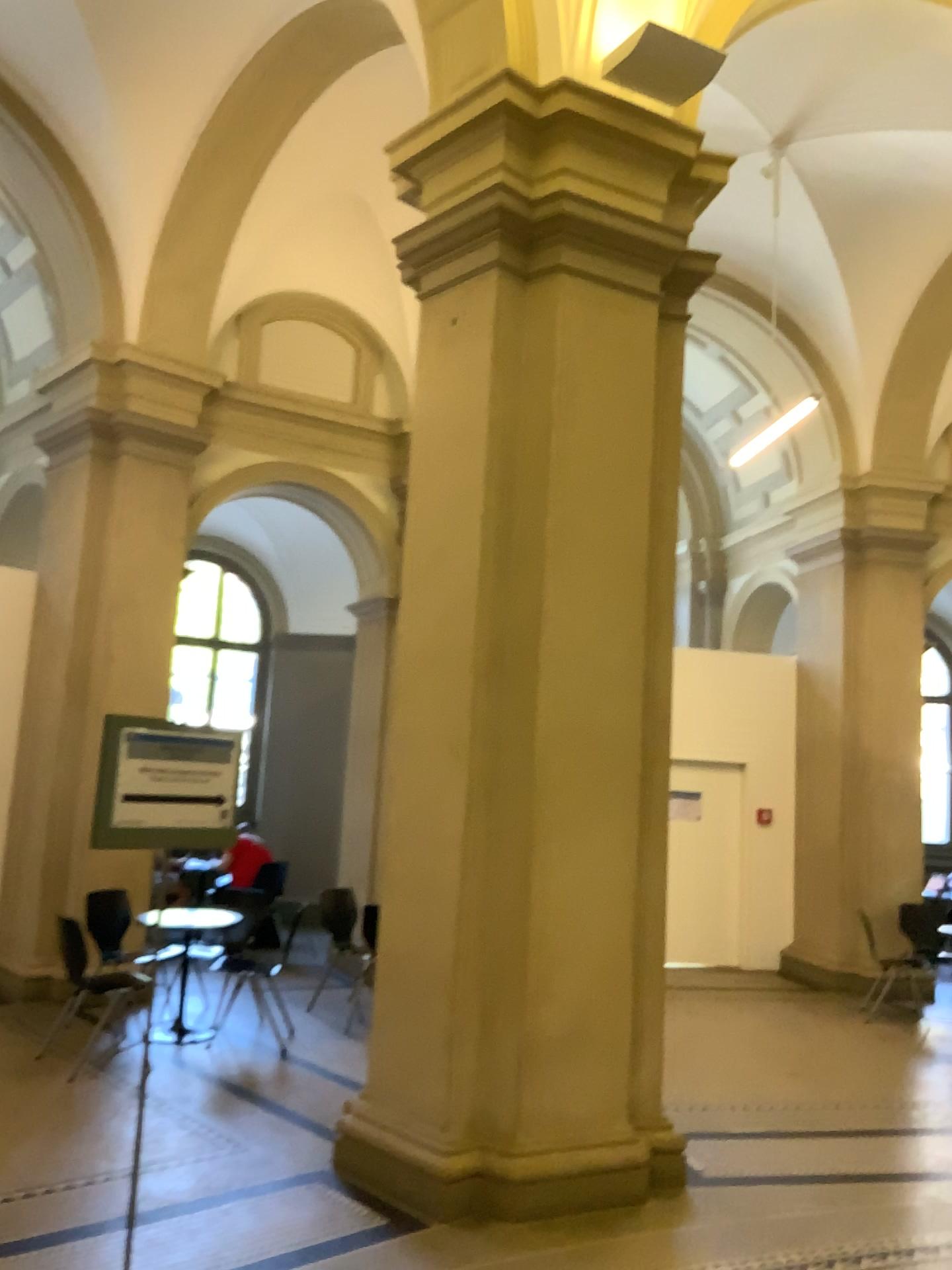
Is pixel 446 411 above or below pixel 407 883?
above
